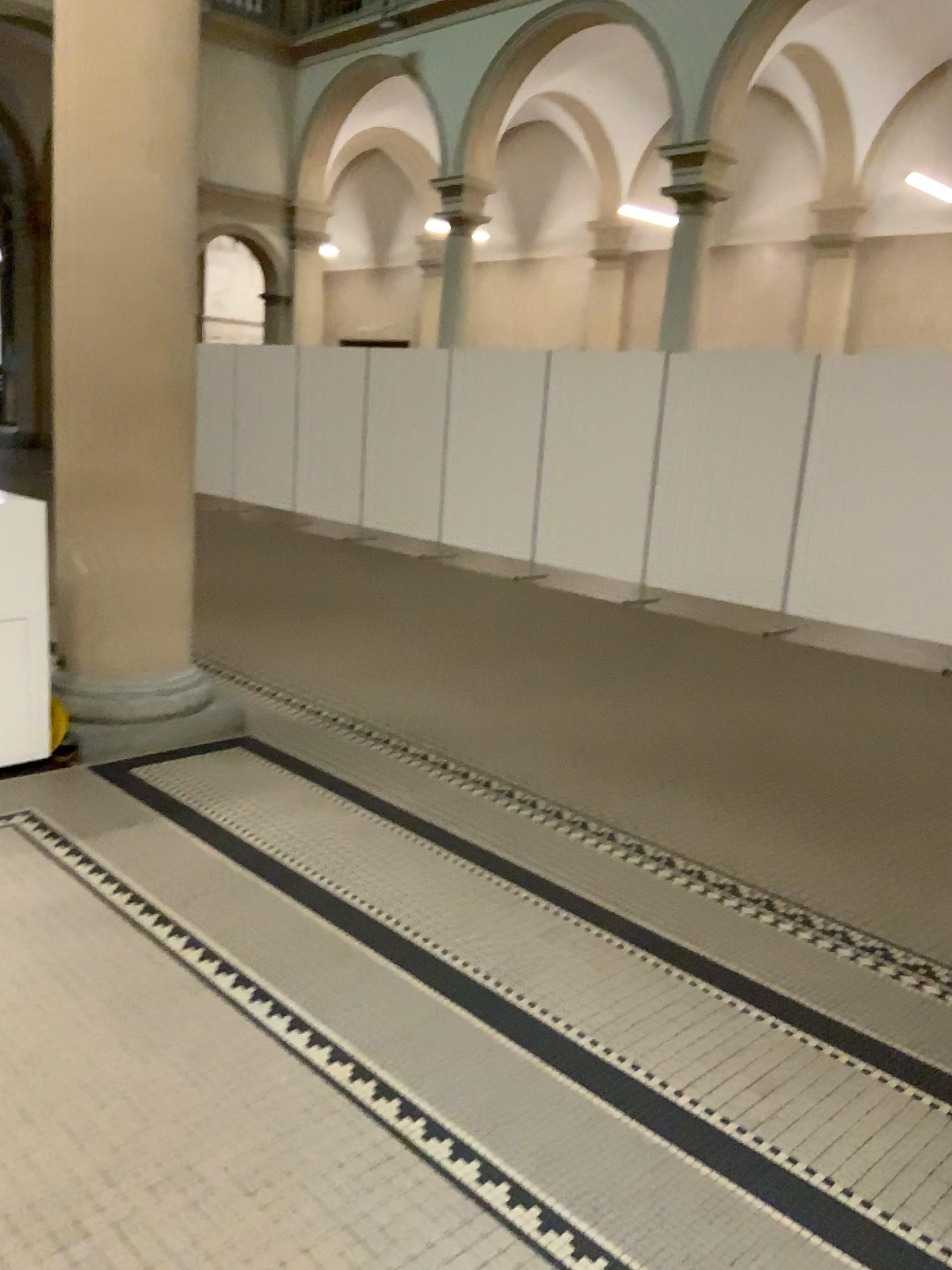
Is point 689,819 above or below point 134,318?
below
